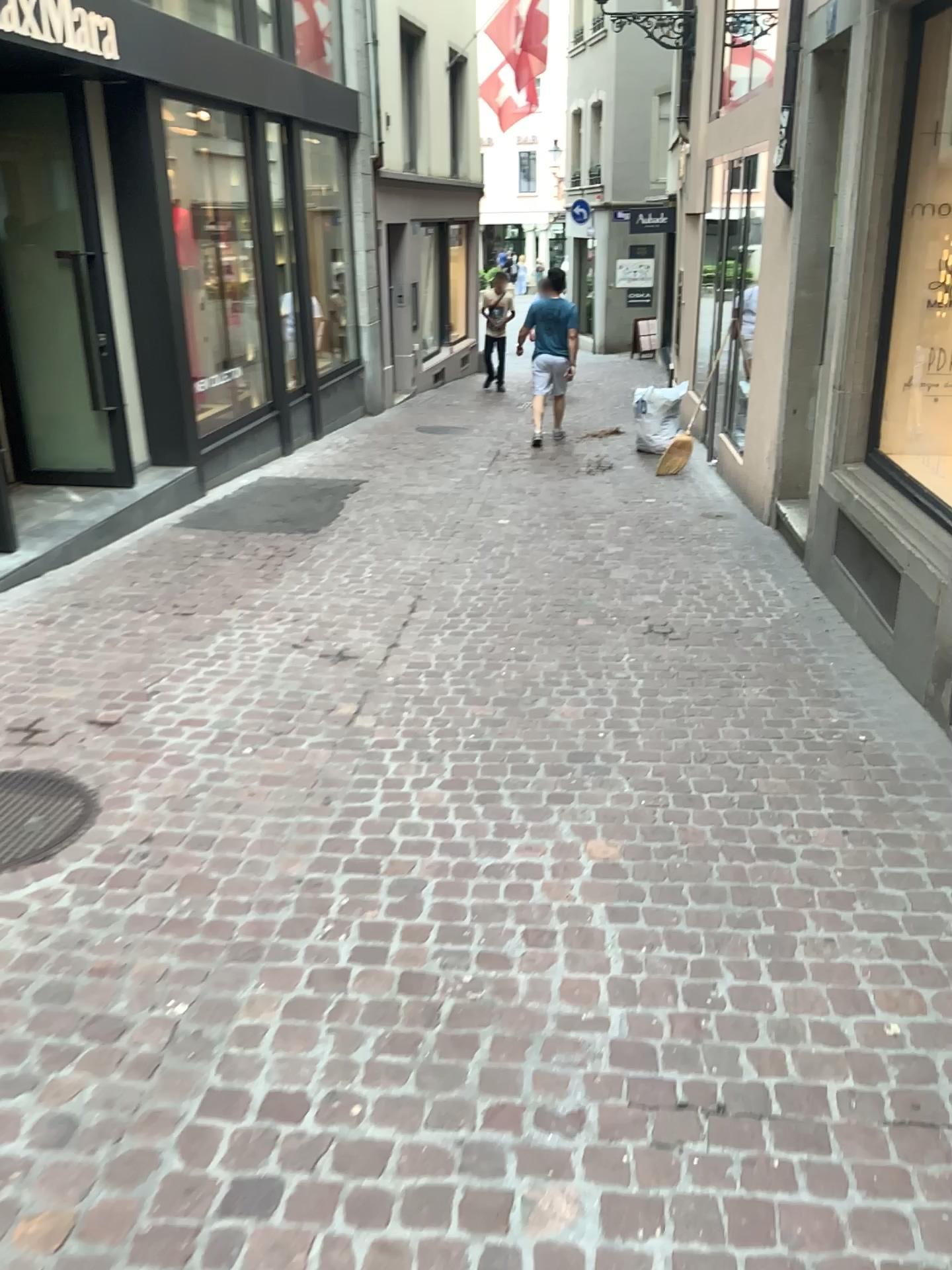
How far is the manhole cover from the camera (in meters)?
3.11

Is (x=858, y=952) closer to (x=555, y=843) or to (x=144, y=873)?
(x=555, y=843)

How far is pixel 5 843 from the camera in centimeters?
311cm
